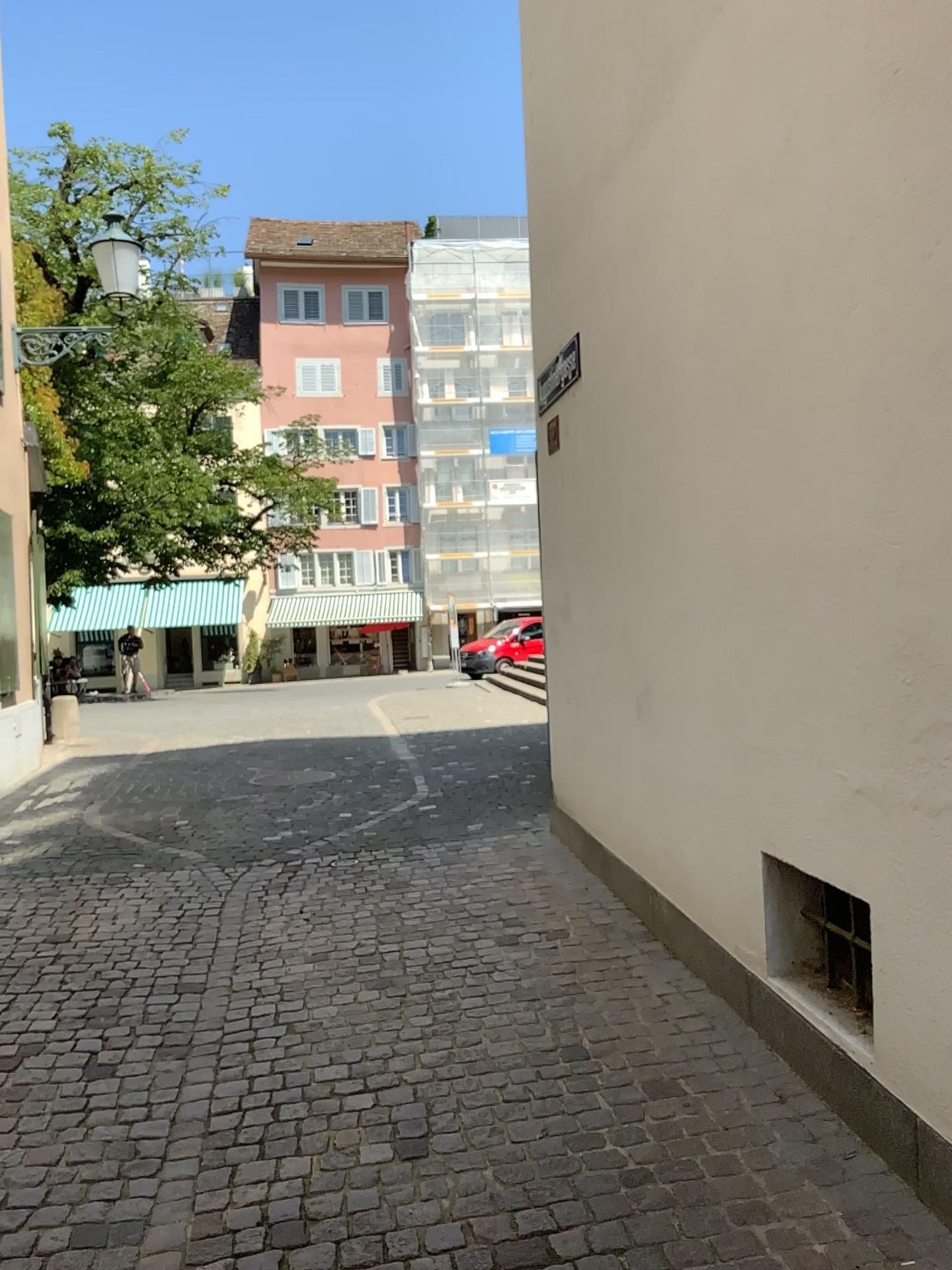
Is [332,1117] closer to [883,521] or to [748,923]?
[748,923]
